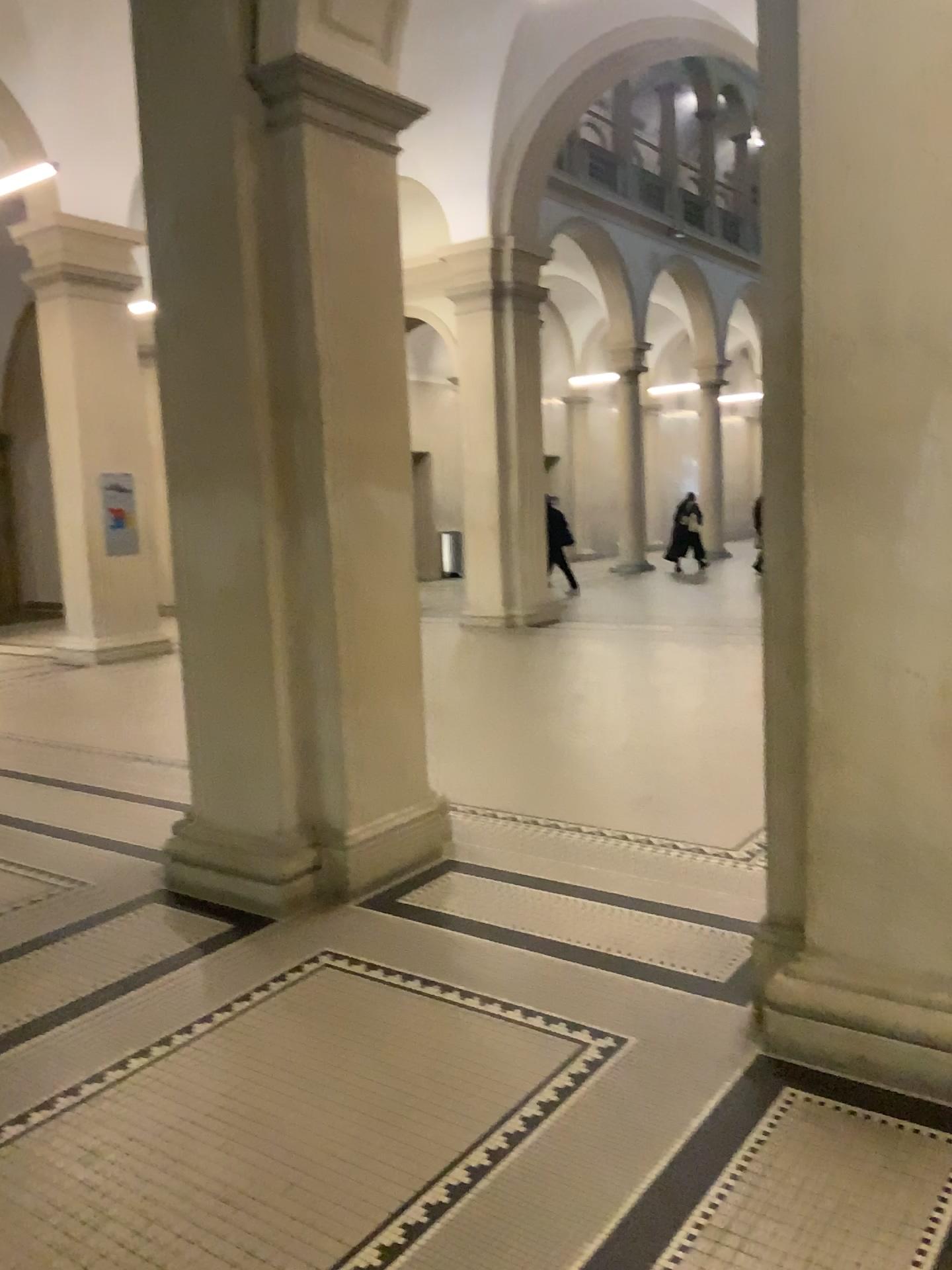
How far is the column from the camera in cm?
403

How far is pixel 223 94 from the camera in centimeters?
403cm

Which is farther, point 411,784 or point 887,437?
point 411,784
